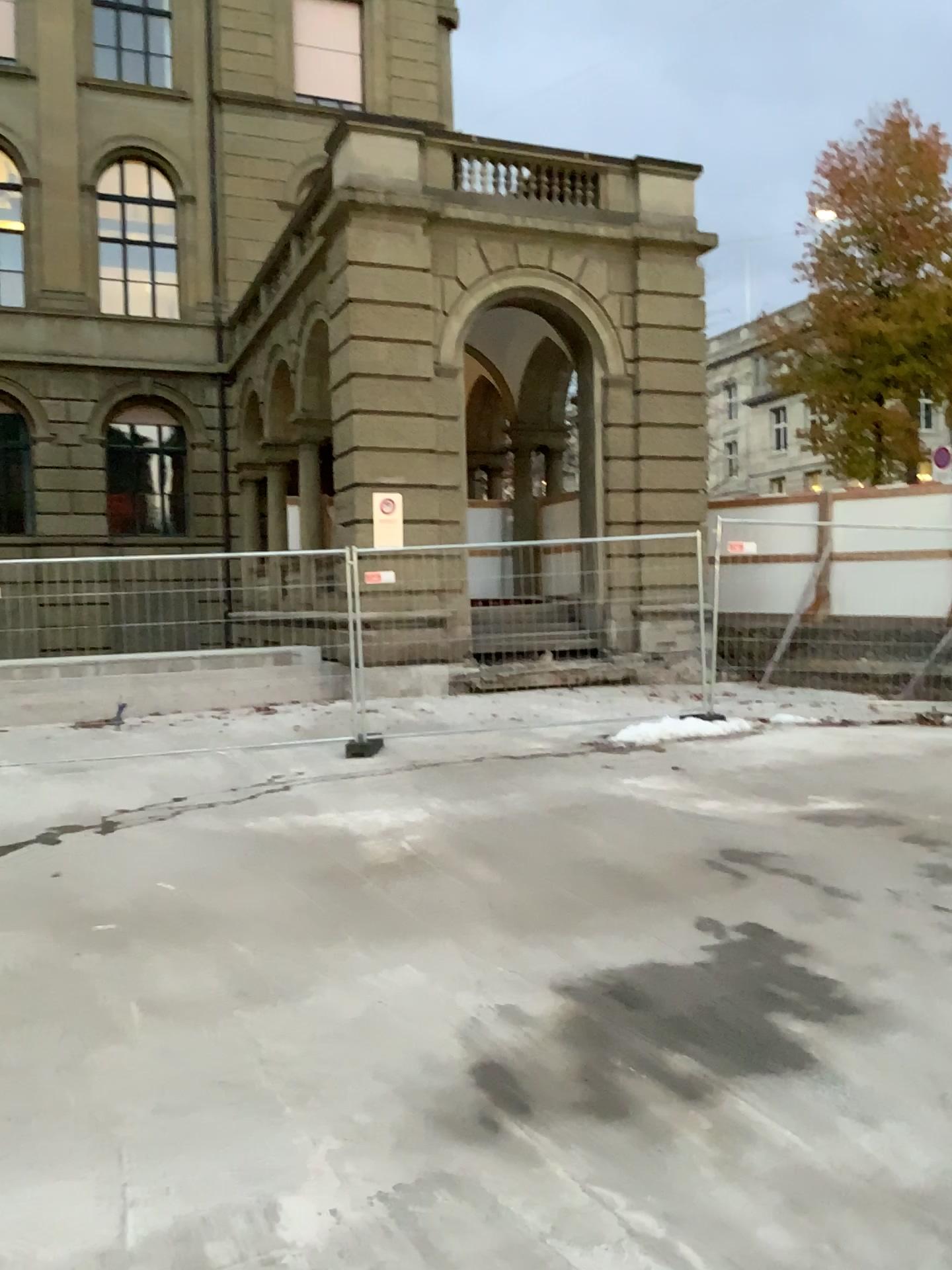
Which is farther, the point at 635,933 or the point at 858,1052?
the point at 635,933
